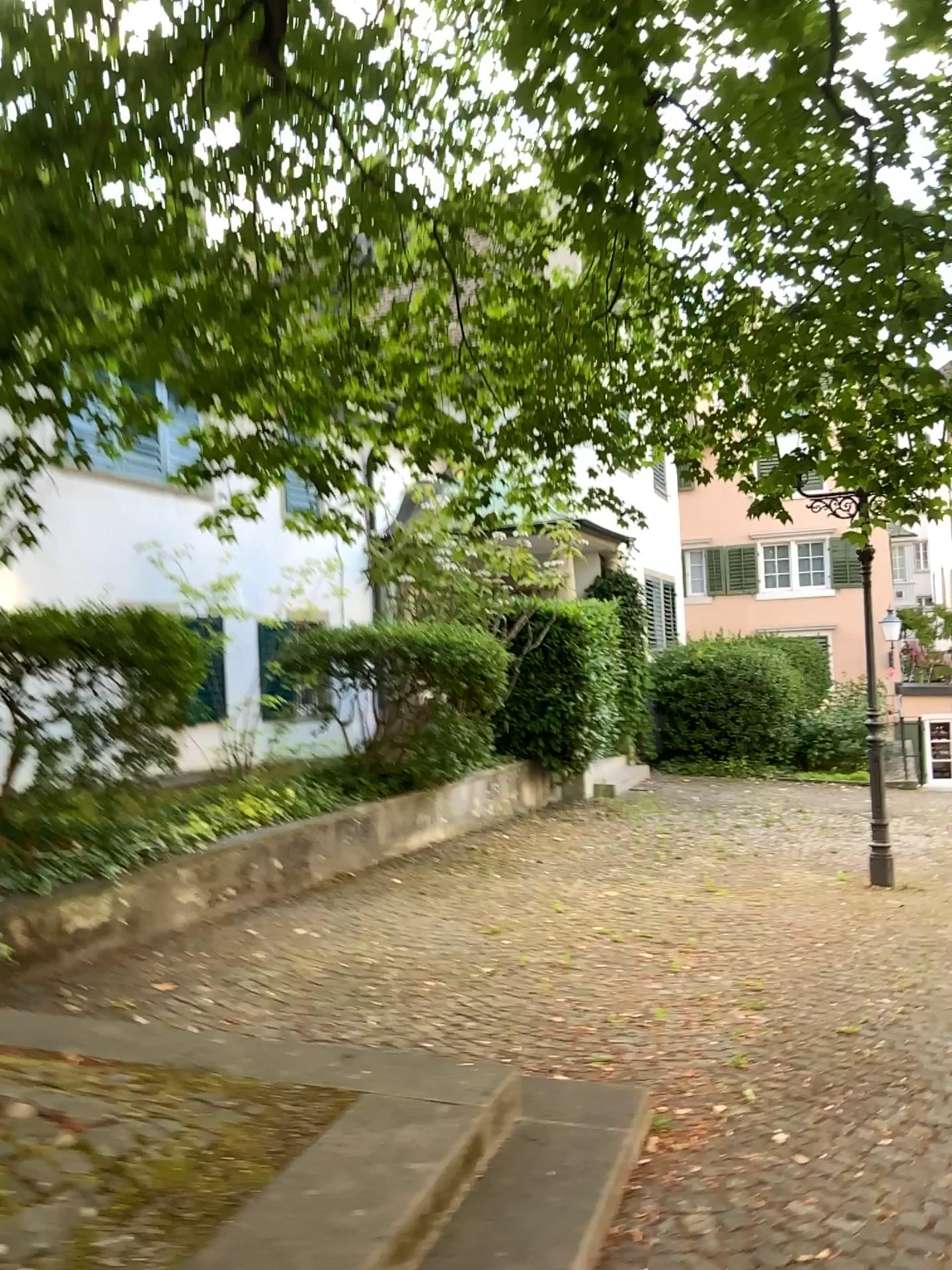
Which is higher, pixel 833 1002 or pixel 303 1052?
pixel 303 1052
